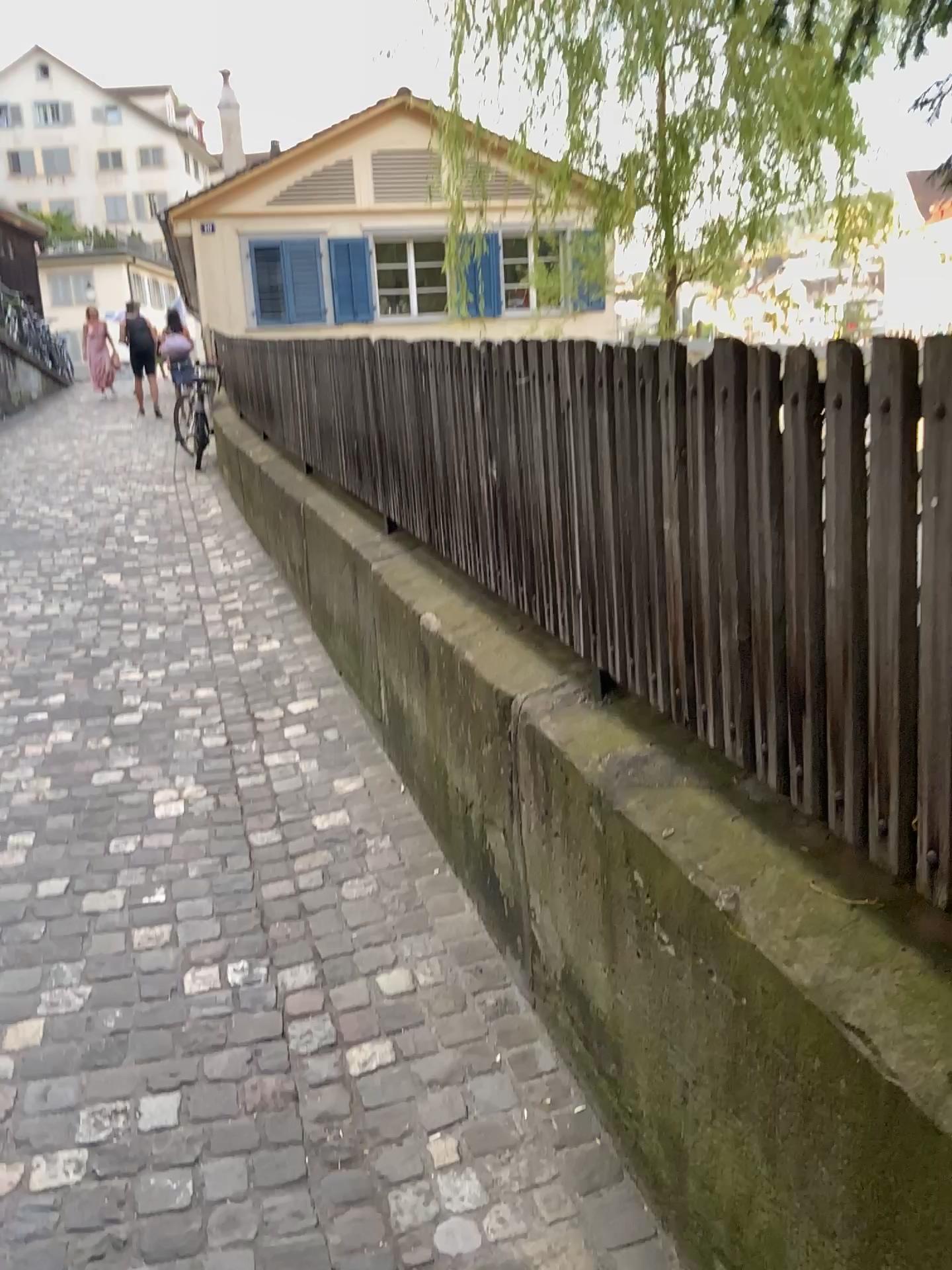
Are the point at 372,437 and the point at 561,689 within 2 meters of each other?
yes
